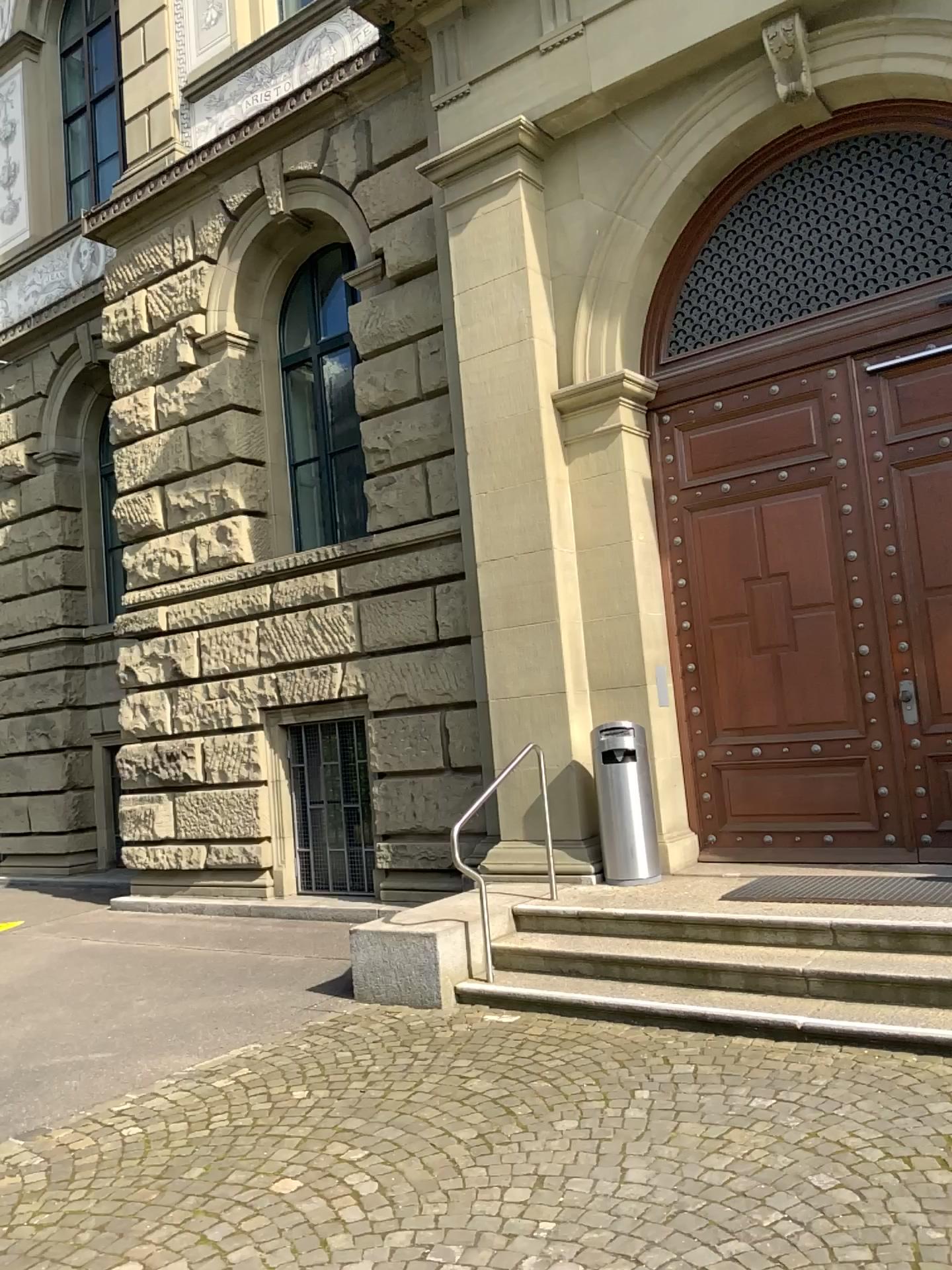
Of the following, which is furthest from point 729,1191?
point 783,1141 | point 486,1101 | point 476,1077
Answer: point 476,1077
